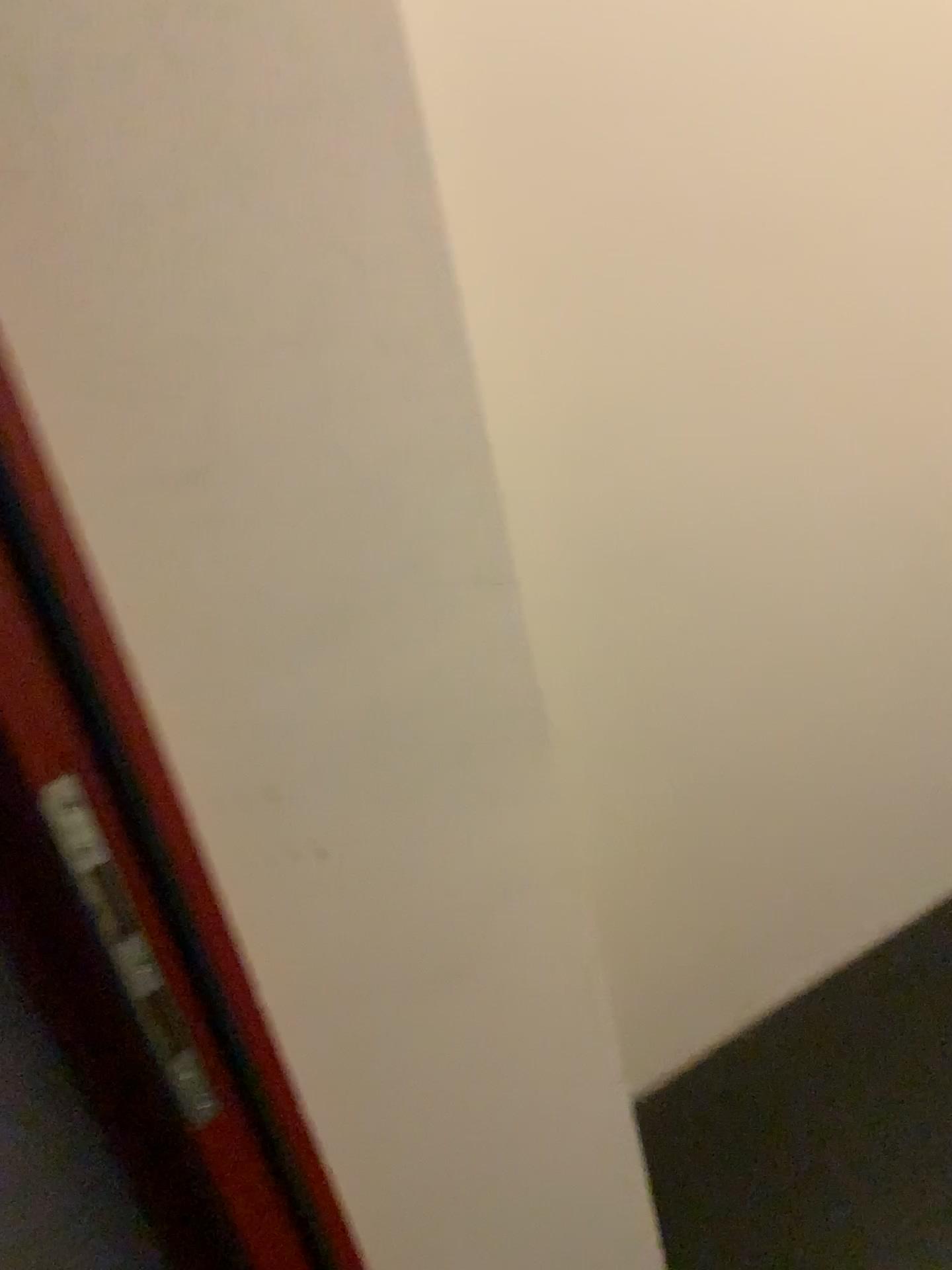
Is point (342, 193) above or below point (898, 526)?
above
